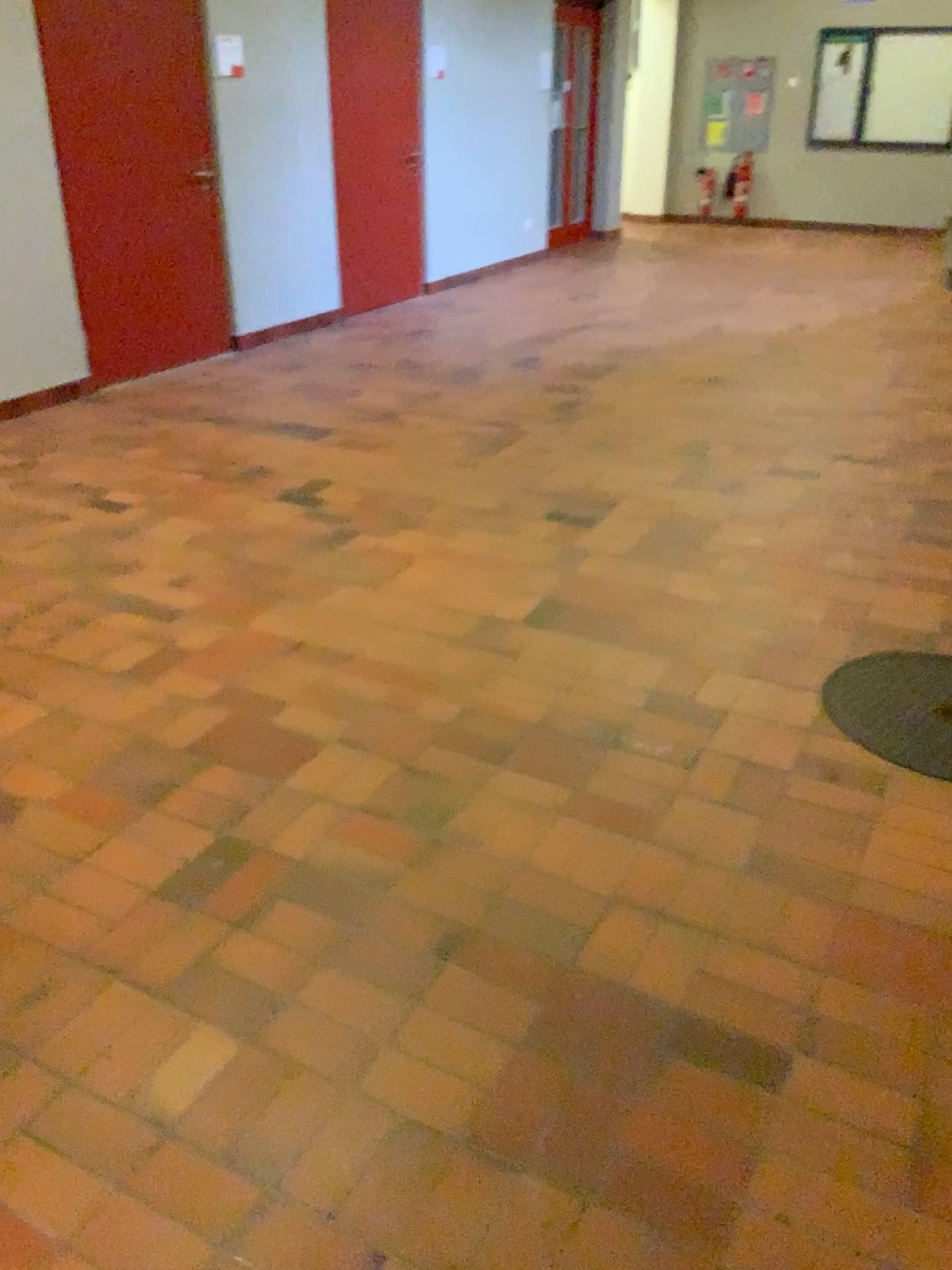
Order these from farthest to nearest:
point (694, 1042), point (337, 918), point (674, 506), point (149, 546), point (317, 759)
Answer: point (674, 506), point (149, 546), point (317, 759), point (337, 918), point (694, 1042)
